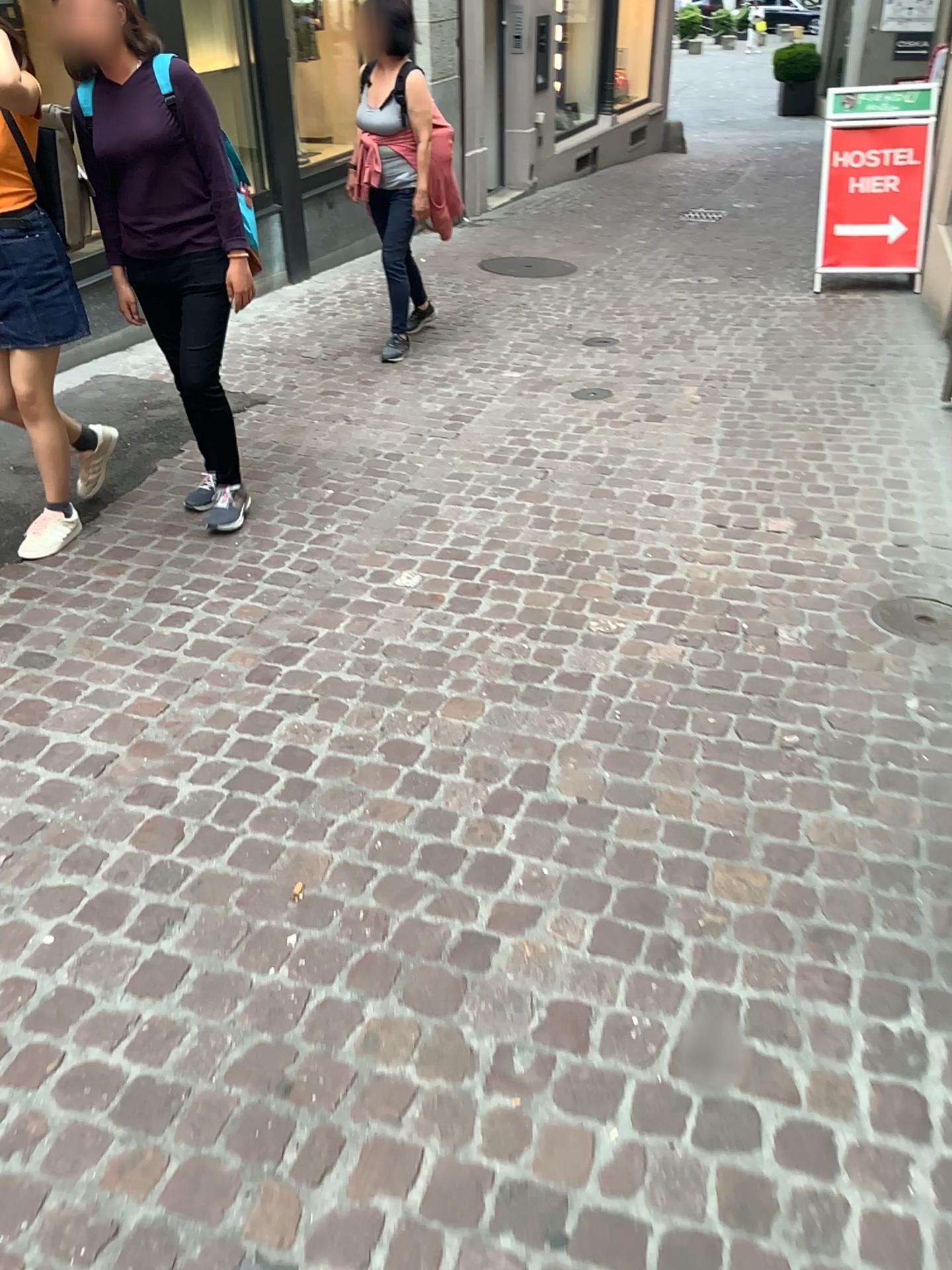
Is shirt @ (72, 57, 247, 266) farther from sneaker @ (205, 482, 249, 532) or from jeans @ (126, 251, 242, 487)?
sneaker @ (205, 482, 249, 532)

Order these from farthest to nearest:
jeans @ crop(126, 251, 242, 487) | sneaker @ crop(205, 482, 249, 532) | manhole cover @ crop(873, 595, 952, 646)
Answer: sneaker @ crop(205, 482, 249, 532), jeans @ crop(126, 251, 242, 487), manhole cover @ crop(873, 595, 952, 646)

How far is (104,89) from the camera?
3.1m

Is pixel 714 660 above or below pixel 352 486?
below

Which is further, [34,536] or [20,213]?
[34,536]

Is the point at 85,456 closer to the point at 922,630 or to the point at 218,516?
the point at 218,516

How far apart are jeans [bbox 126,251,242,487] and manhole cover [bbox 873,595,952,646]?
2.2 meters

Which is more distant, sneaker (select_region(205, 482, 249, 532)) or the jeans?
sneaker (select_region(205, 482, 249, 532))

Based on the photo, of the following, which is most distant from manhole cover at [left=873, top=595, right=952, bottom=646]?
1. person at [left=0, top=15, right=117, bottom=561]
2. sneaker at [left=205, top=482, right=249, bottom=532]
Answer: person at [left=0, top=15, right=117, bottom=561]

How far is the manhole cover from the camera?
3.0 meters
